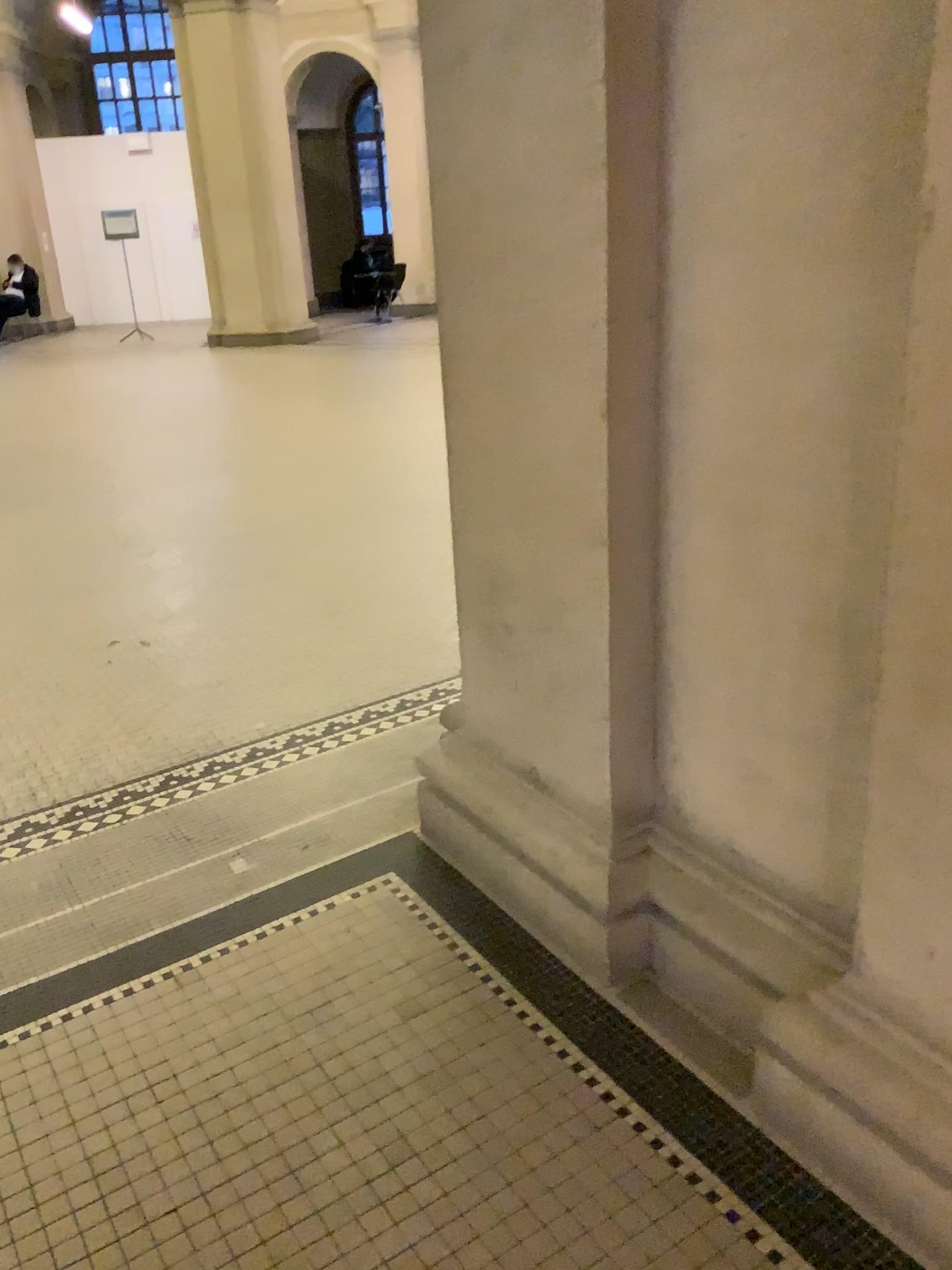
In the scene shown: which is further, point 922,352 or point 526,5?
point 526,5

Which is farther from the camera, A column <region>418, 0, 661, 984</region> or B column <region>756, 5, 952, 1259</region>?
A column <region>418, 0, 661, 984</region>

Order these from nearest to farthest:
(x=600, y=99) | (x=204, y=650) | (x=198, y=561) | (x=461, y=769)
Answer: (x=600, y=99) < (x=461, y=769) < (x=204, y=650) < (x=198, y=561)

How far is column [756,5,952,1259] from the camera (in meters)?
1.22

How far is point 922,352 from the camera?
1.2m

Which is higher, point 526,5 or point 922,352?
point 526,5
